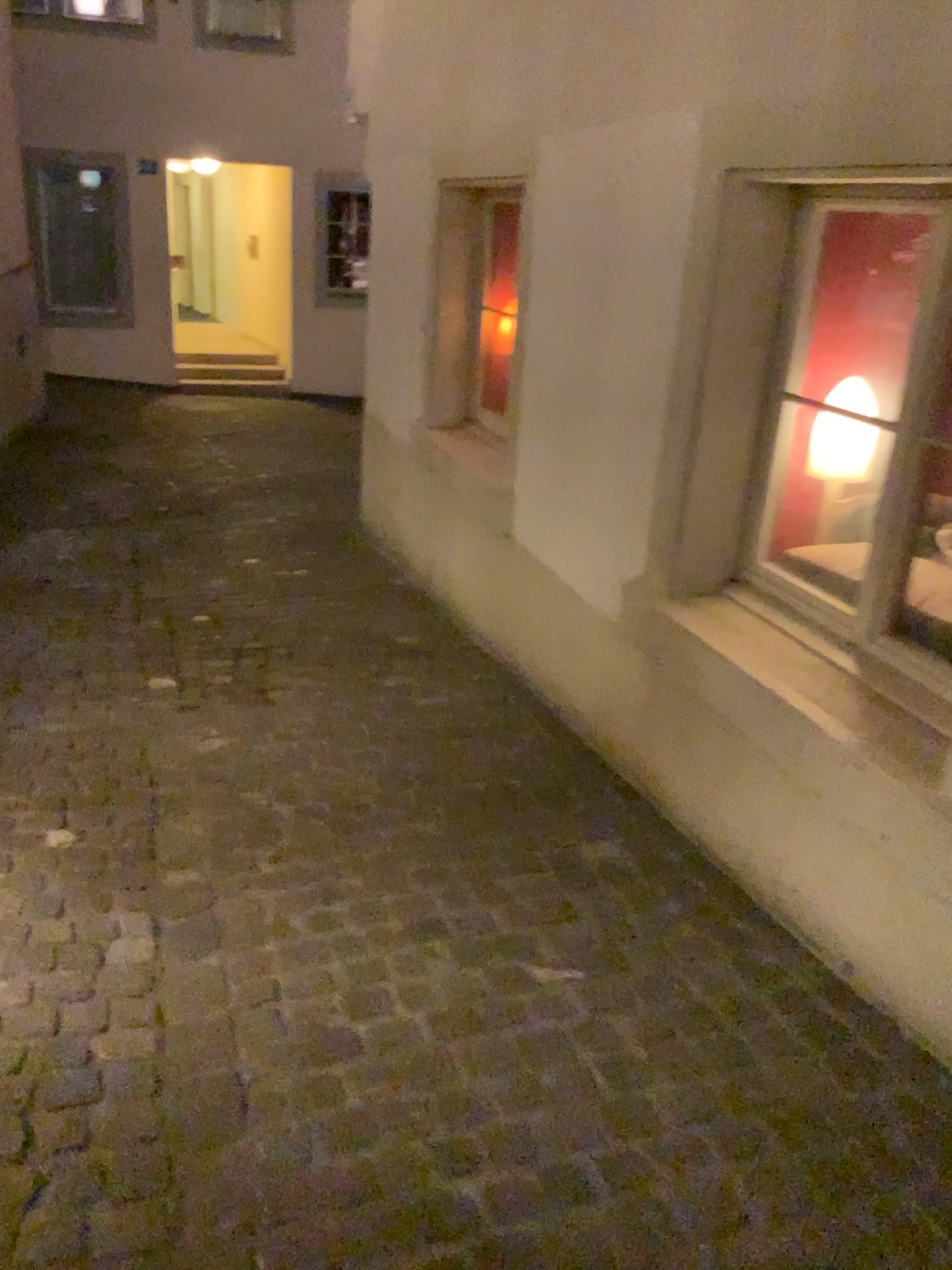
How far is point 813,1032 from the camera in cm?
194

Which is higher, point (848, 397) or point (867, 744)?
point (848, 397)

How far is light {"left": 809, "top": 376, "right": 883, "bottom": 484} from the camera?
2.6 meters

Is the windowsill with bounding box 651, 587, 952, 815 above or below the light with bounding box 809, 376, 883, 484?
below

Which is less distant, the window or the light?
the window

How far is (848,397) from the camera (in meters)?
2.61

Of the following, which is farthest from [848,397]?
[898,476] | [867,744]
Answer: [867,744]

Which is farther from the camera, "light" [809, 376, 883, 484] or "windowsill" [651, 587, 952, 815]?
"light" [809, 376, 883, 484]
